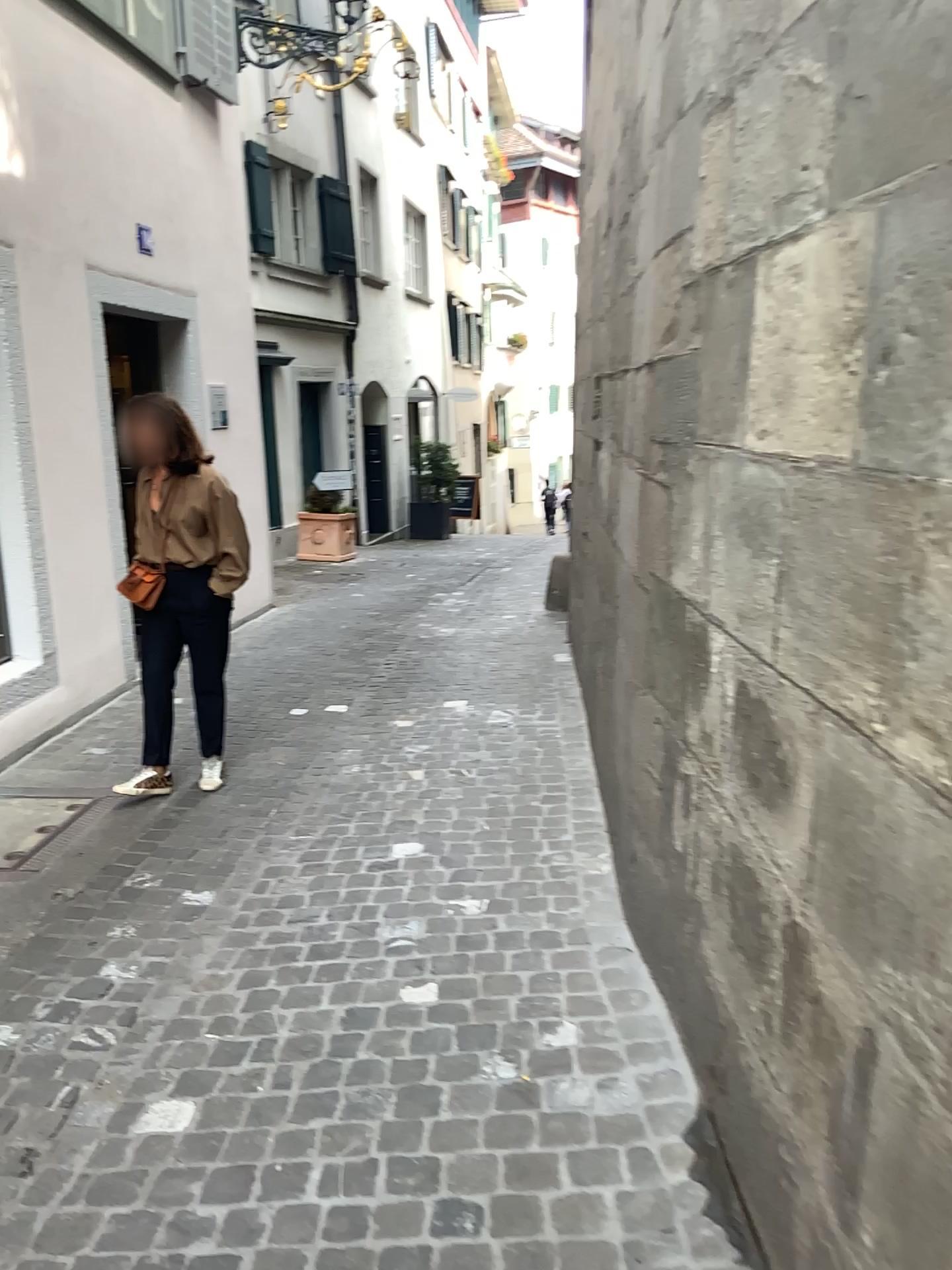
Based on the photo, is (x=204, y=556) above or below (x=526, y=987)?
above

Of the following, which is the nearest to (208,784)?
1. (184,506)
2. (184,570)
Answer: (184,570)

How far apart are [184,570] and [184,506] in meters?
0.3 m

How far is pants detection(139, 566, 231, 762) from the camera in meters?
4.2 m

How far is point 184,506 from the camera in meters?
4.1

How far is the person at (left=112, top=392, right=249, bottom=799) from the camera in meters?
4.1 m
